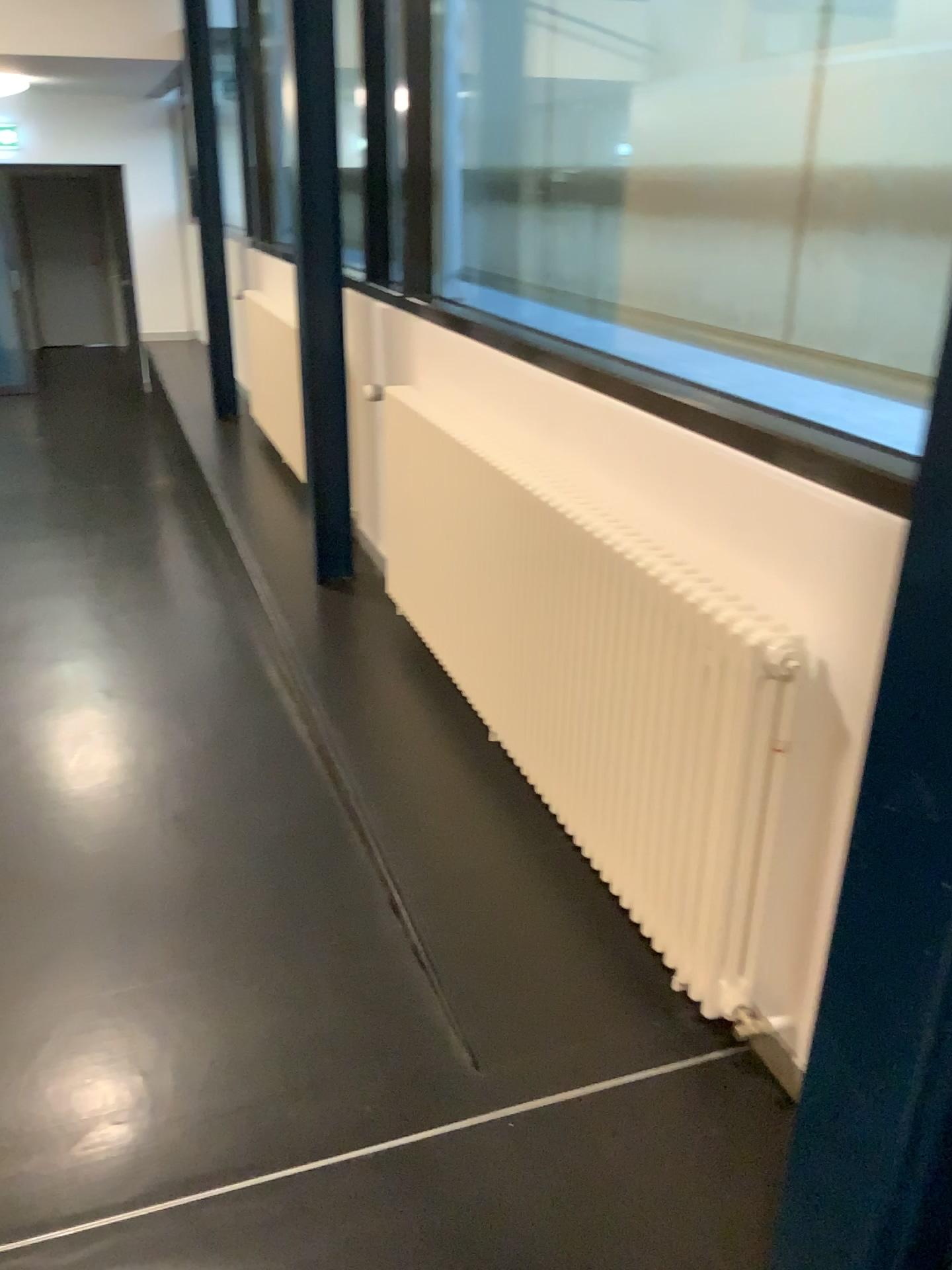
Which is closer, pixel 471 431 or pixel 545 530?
pixel 545 530
